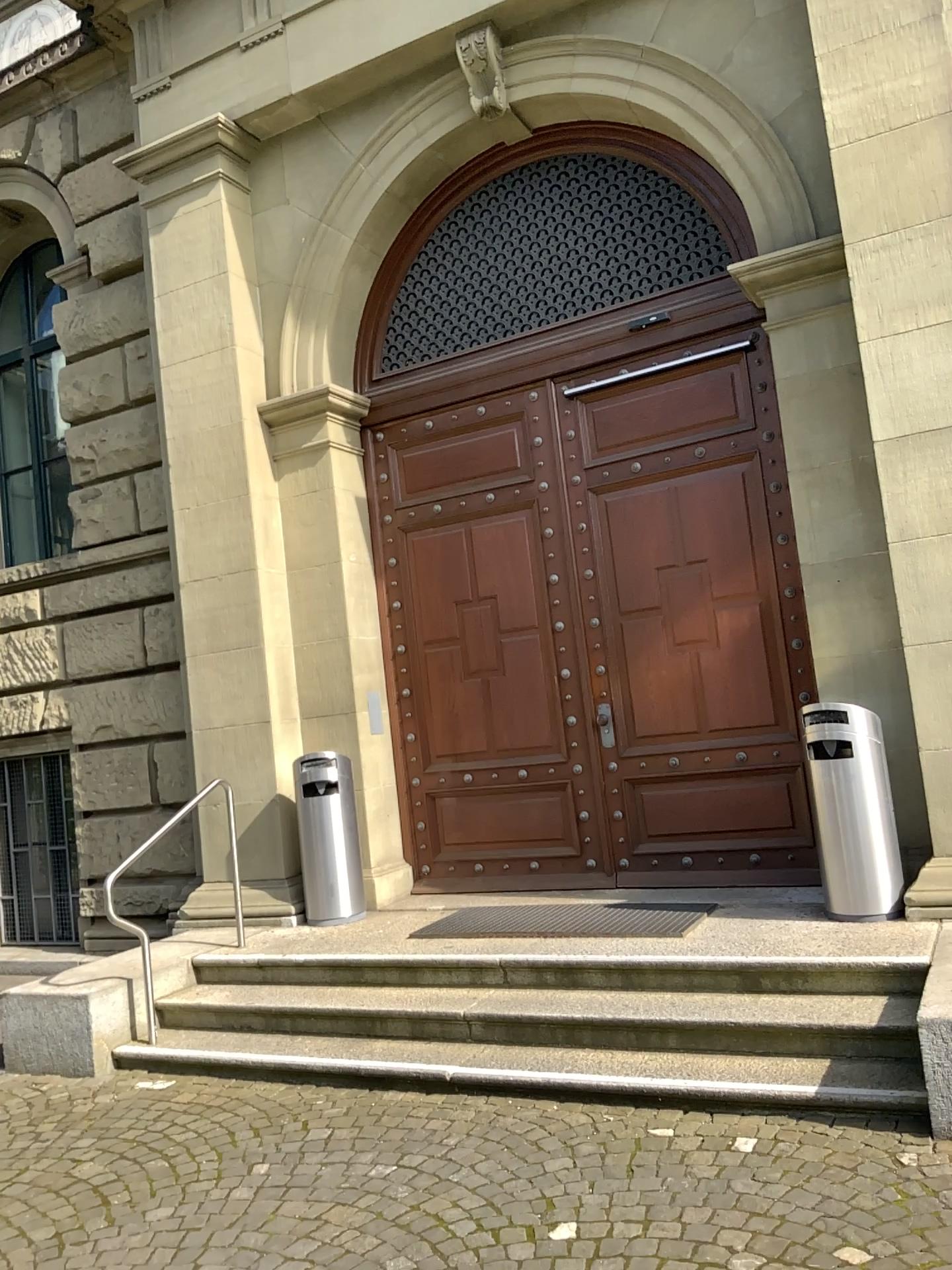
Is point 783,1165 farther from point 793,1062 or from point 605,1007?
point 605,1007
